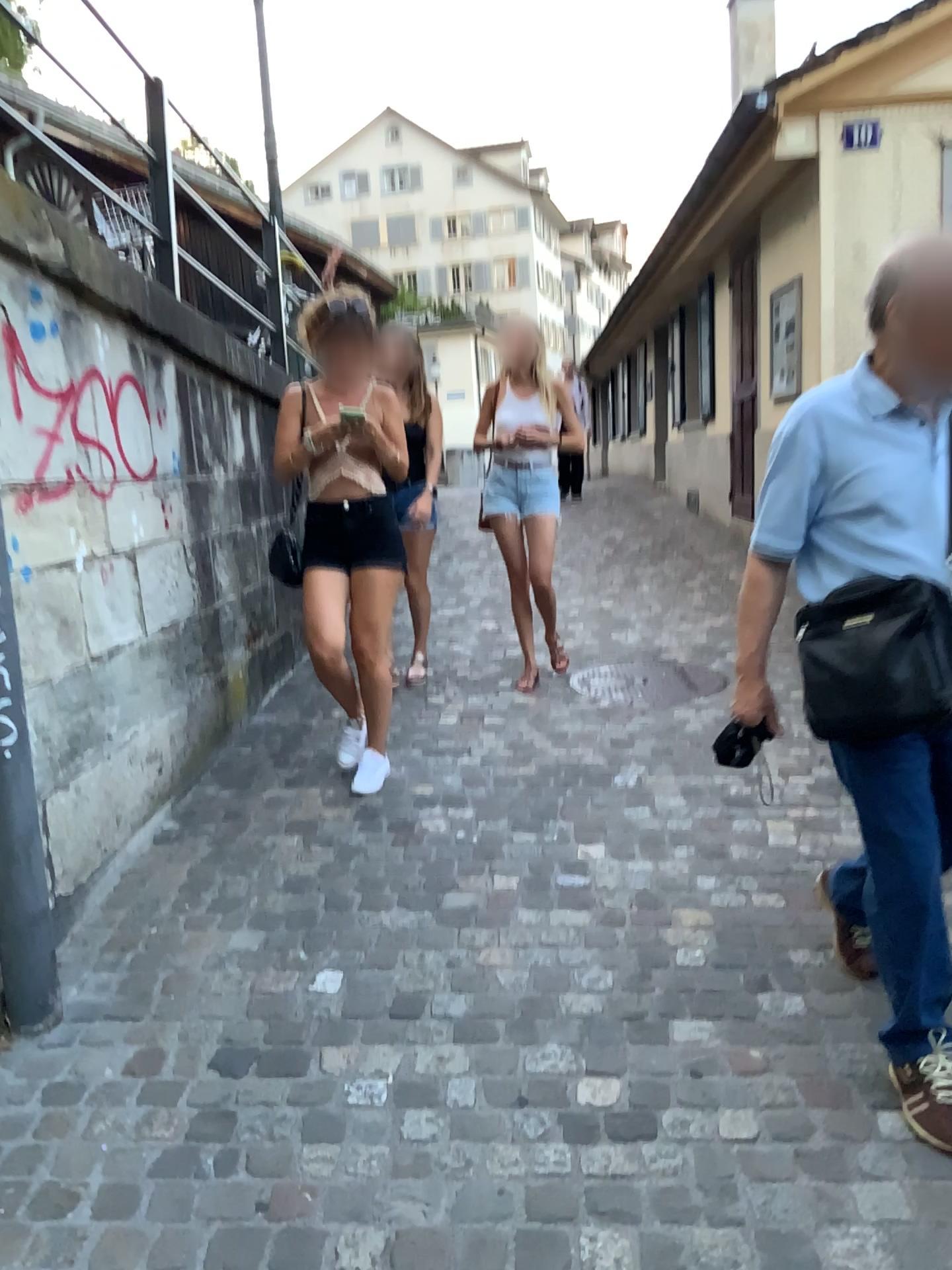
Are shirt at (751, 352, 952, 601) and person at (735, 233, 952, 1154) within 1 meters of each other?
yes

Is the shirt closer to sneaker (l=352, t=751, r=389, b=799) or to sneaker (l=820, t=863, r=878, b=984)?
sneaker (l=820, t=863, r=878, b=984)

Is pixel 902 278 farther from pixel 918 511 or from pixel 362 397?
pixel 362 397

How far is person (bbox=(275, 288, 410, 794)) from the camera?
3.53m

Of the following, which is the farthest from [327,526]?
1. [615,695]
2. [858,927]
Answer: [858,927]

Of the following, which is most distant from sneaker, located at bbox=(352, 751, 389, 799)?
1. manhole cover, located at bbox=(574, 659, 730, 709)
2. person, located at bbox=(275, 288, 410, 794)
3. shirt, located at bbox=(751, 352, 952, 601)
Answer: shirt, located at bbox=(751, 352, 952, 601)

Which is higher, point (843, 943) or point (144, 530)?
point (144, 530)

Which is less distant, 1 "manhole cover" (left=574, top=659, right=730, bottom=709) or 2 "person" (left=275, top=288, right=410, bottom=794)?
2 "person" (left=275, top=288, right=410, bottom=794)

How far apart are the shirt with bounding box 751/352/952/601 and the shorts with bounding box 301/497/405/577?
1.8m

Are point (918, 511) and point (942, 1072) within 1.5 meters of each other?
yes
